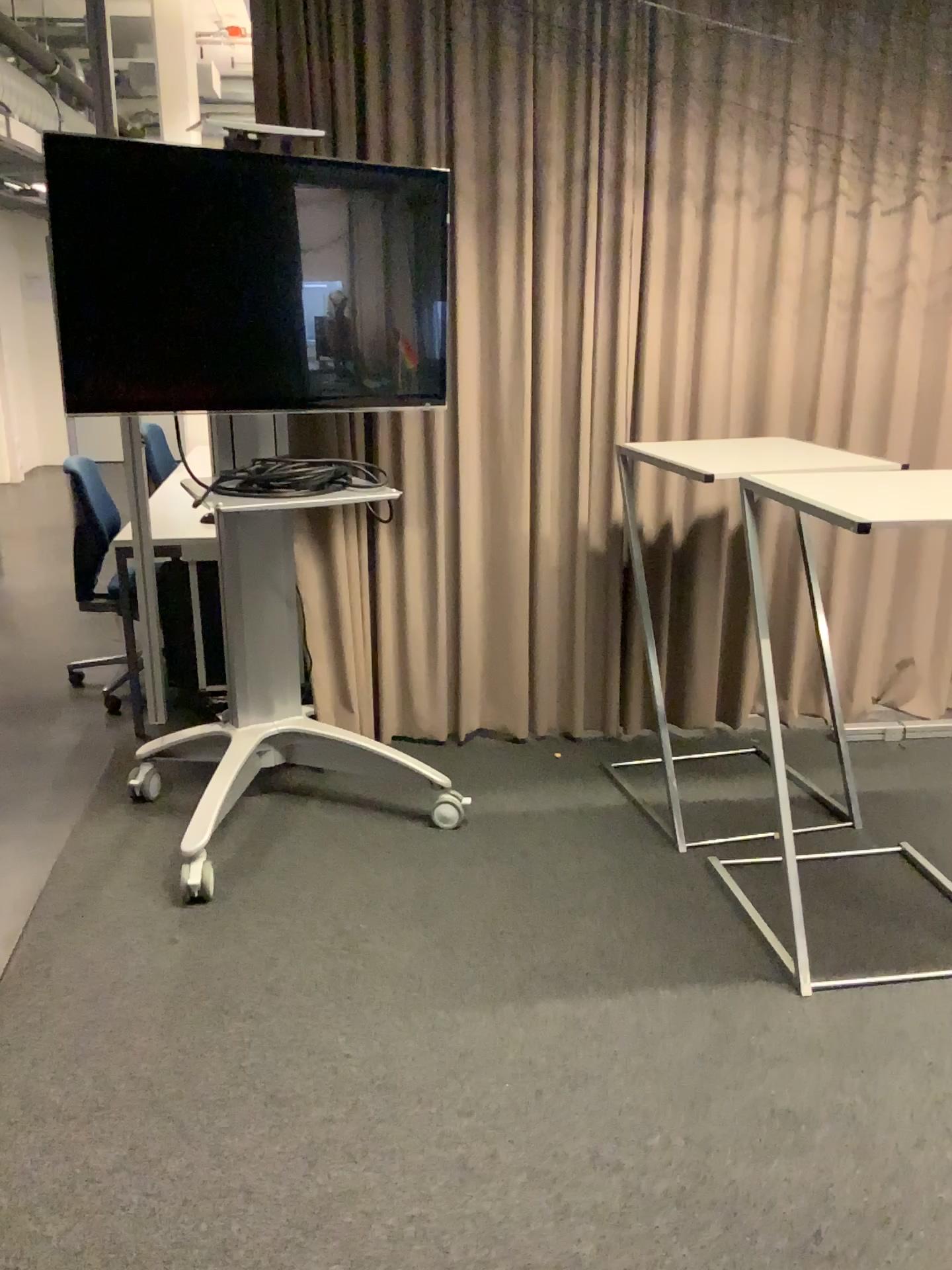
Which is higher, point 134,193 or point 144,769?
point 134,193

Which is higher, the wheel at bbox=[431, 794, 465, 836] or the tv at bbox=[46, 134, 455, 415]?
the tv at bbox=[46, 134, 455, 415]

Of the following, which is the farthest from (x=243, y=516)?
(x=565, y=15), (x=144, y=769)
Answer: (x=565, y=15)

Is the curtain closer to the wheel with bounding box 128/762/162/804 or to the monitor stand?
the monitor stand

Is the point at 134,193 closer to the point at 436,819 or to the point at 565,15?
the point at 565,15

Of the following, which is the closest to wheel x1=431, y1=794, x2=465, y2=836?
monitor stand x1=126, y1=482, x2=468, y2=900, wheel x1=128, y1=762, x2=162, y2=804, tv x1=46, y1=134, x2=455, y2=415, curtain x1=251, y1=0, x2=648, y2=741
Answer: monitor stand x1=126, y1=482, x2=468, y2=900

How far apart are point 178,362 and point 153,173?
0.5m

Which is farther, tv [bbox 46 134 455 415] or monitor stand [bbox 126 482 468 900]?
monitor stand [bbox 126 482 468 900]

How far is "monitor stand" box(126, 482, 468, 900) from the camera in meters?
3.1 m

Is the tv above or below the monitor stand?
above
